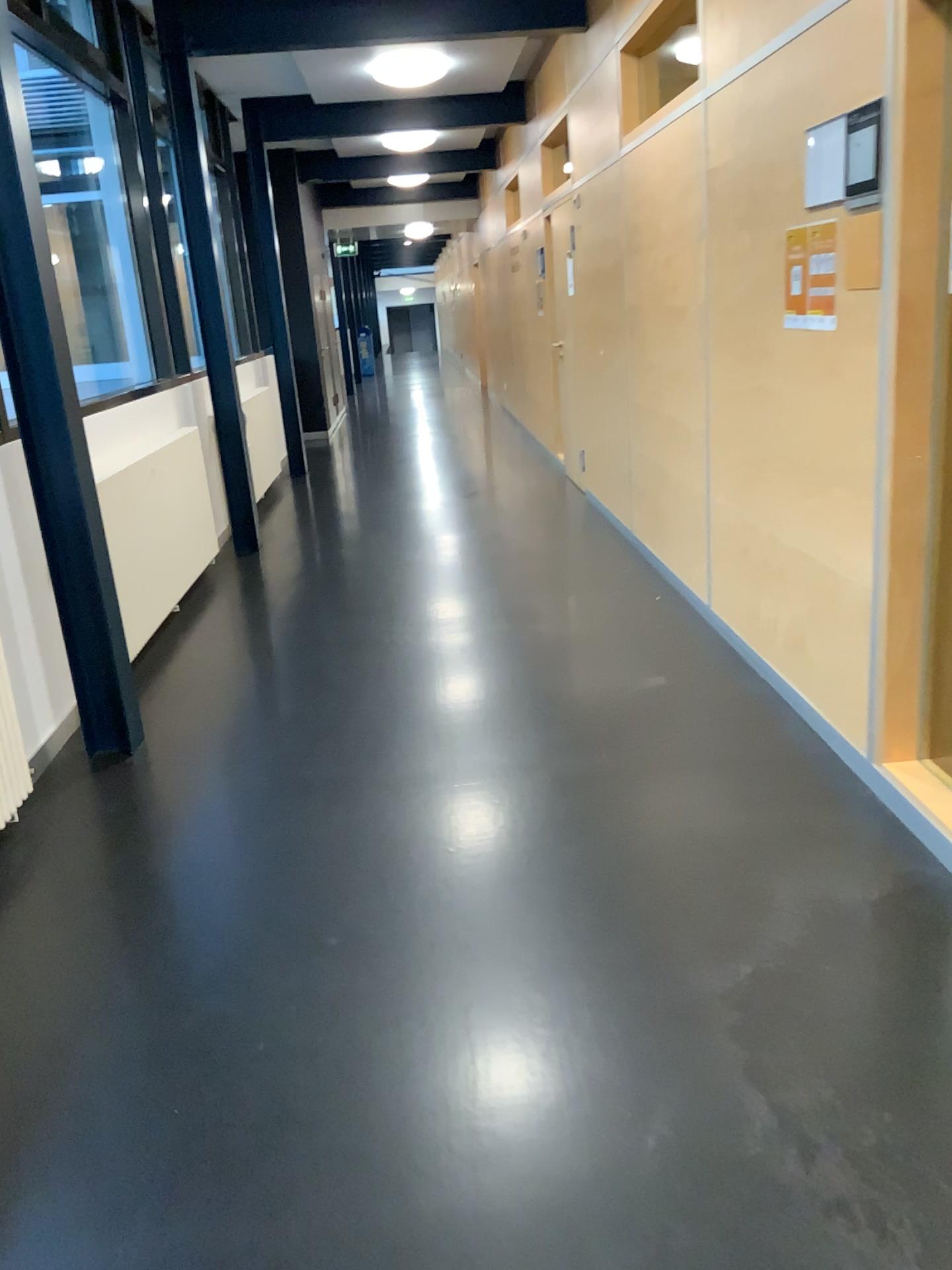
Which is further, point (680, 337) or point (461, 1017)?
point (680, 337)
